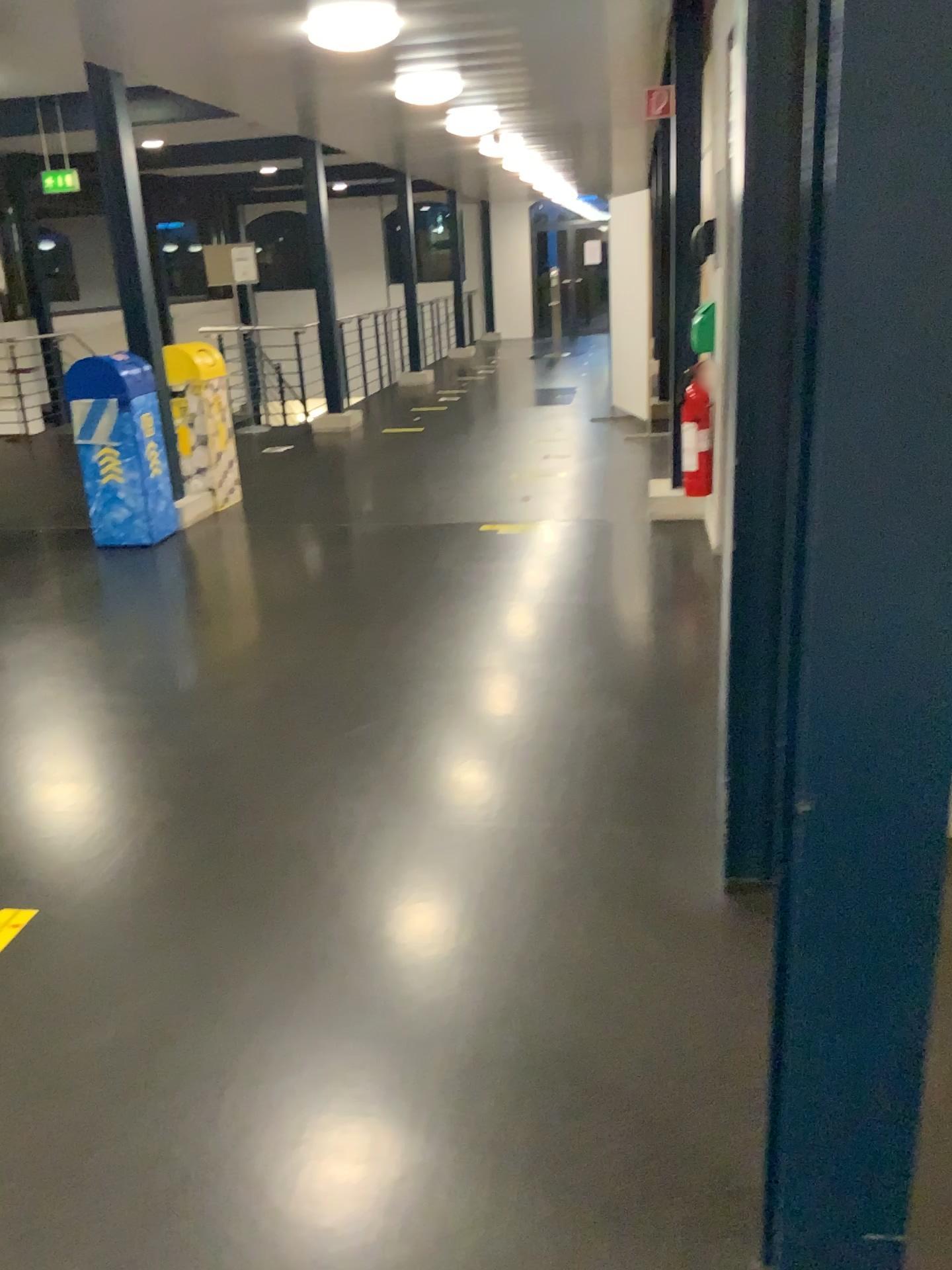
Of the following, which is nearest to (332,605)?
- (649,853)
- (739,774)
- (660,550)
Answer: (660,550)
